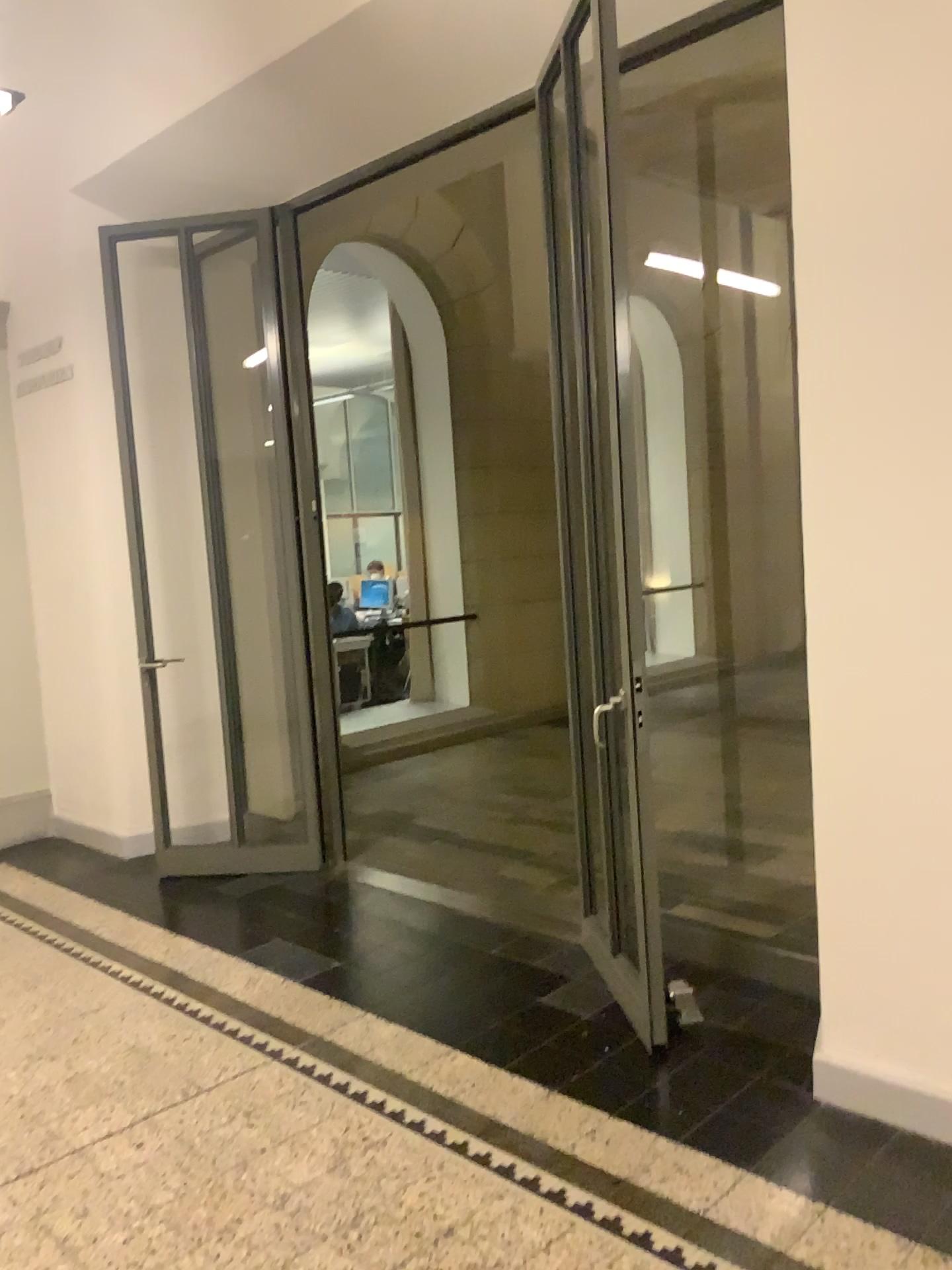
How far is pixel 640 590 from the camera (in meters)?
3.08
